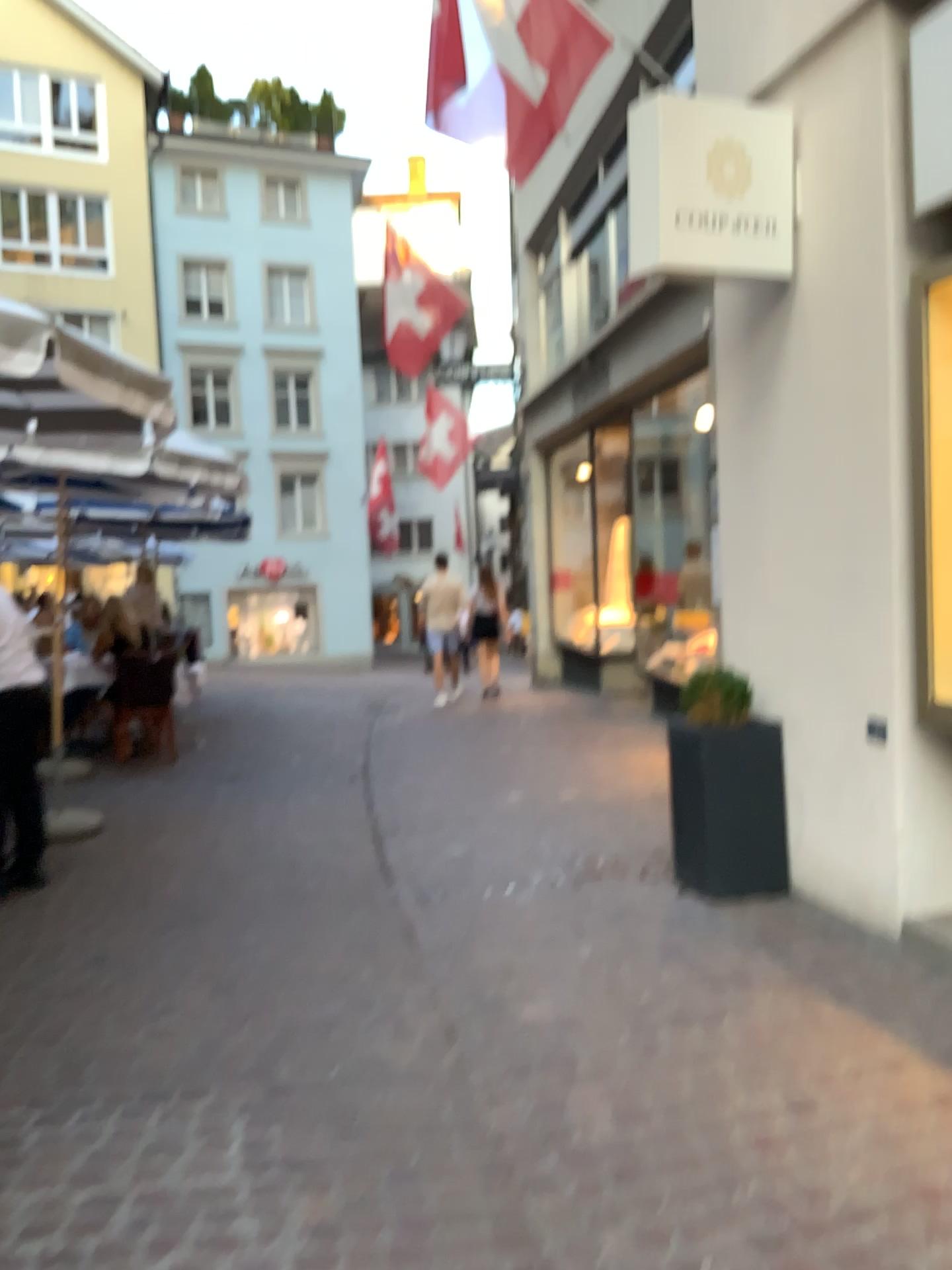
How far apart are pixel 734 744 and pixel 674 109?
2.4 meters

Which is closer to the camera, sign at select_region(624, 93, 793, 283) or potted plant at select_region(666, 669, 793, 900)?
sign at select_region(624, 93, 793, 283)

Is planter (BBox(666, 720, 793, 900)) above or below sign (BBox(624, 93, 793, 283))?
below

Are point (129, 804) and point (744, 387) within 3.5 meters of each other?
no

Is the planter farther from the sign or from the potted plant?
the sign

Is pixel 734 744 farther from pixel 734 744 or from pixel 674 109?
pixel 674 109

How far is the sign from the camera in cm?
377

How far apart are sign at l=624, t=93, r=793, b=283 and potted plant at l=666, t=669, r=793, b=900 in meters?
1.8 m

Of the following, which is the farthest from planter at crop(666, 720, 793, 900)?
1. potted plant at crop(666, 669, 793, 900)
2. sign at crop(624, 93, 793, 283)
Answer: sign at crop(624, 93, 793, 283)

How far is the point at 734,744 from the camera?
4.3m
